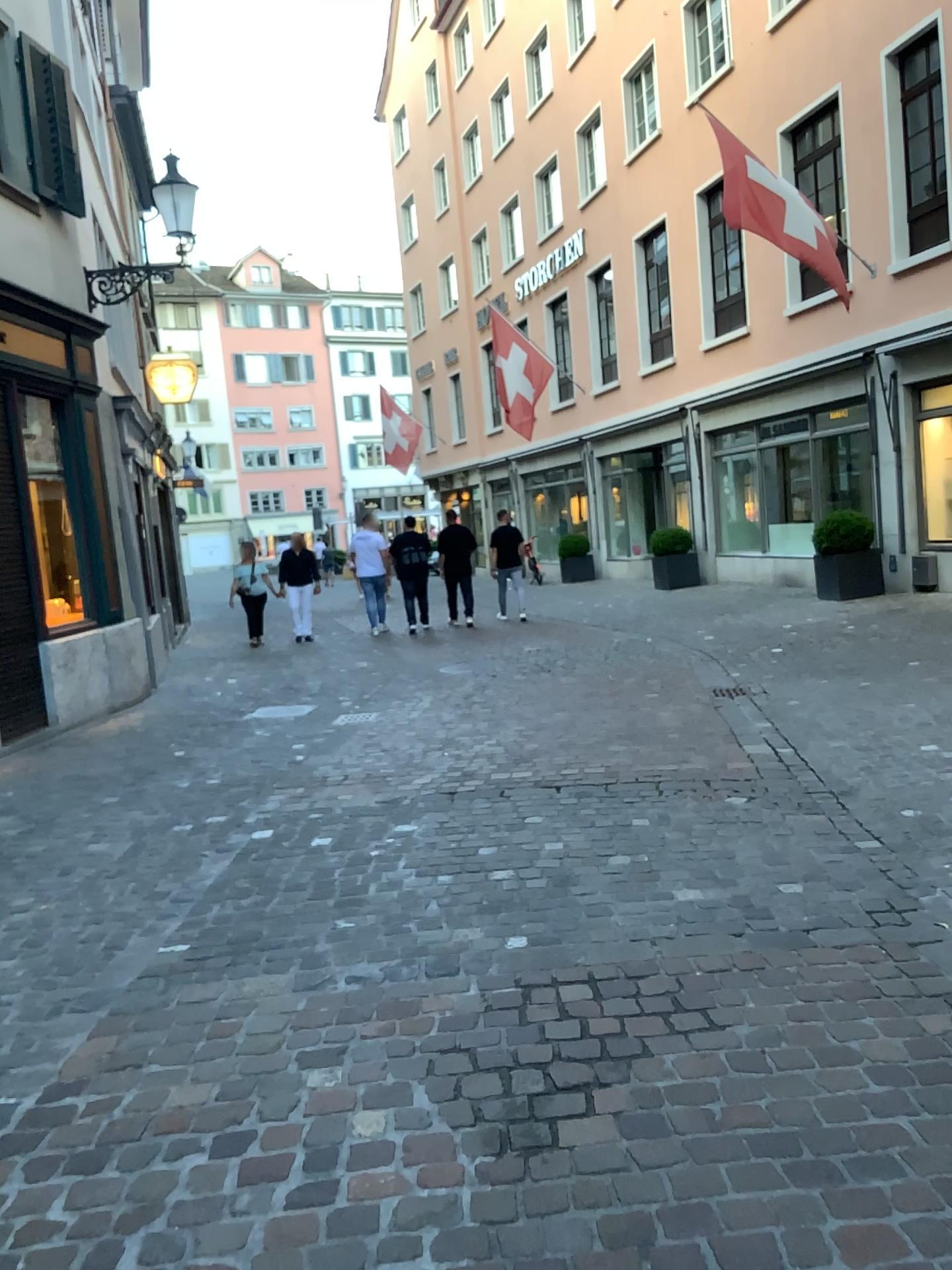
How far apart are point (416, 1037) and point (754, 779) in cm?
284
